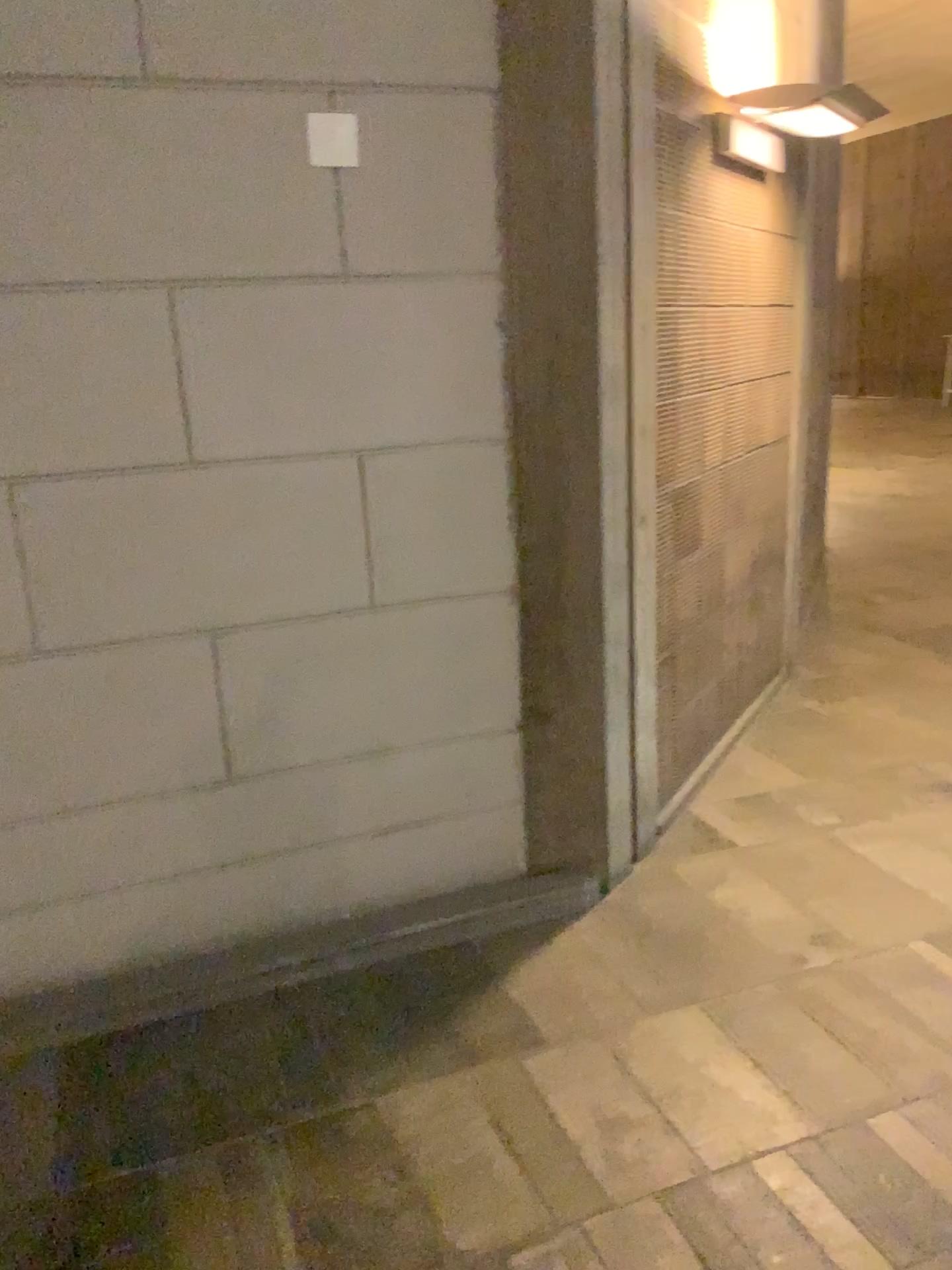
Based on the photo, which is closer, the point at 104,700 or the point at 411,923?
the point at 104,700

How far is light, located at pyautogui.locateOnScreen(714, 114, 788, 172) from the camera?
3.3m

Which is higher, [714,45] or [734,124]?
[714,45]

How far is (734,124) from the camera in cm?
326
